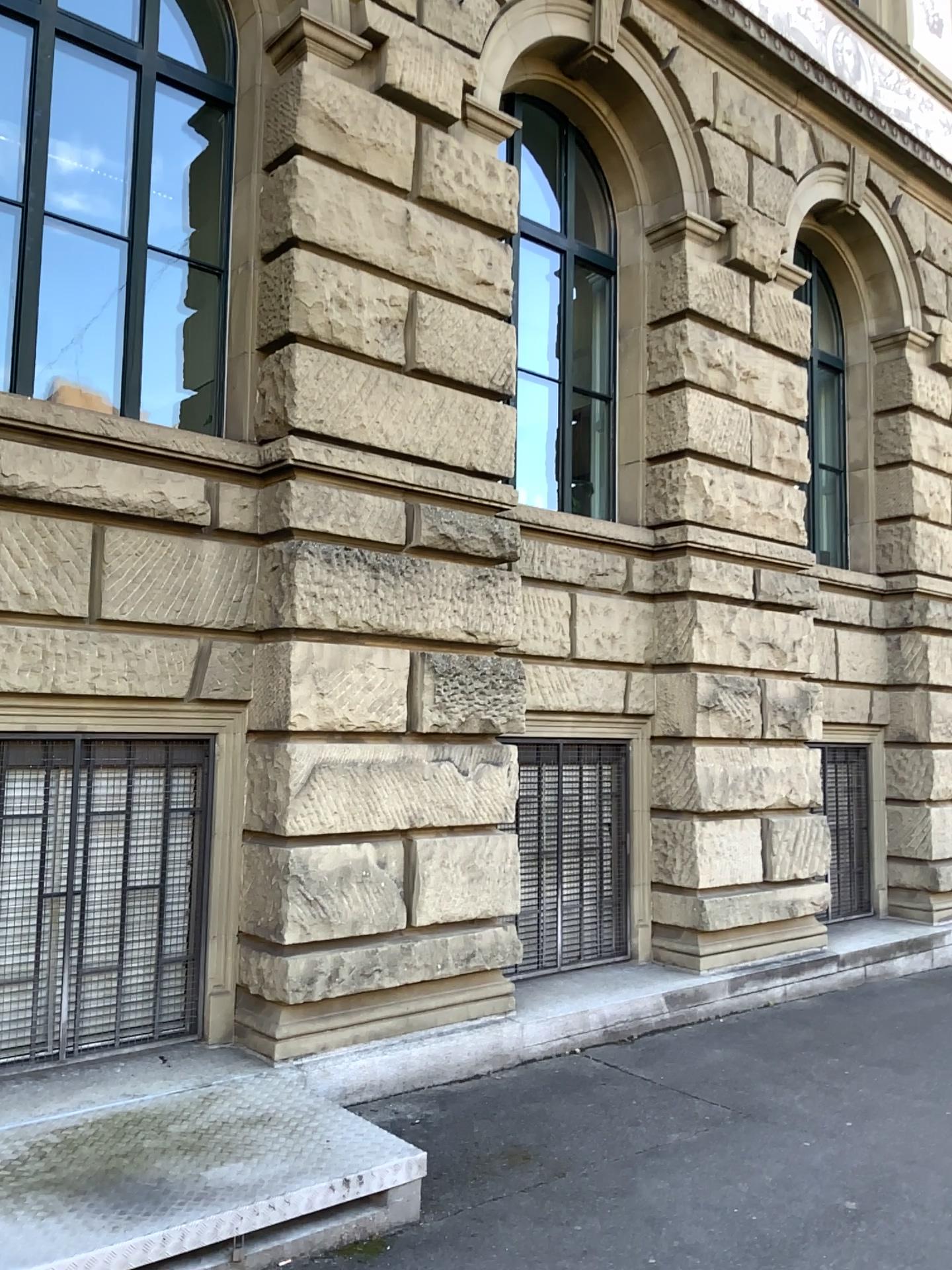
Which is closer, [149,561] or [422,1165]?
[422,1165]
